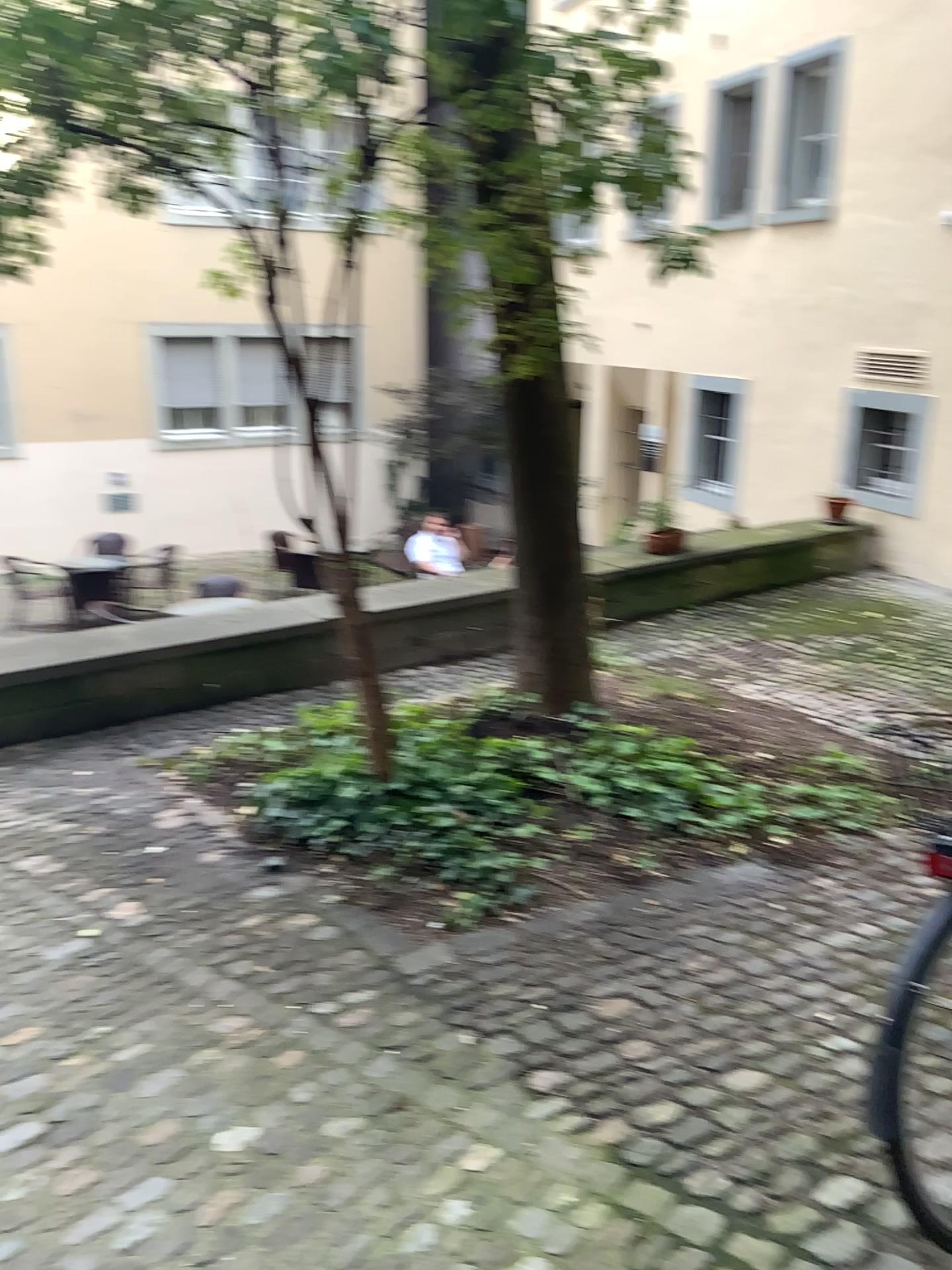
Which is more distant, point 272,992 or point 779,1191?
point 272,992
